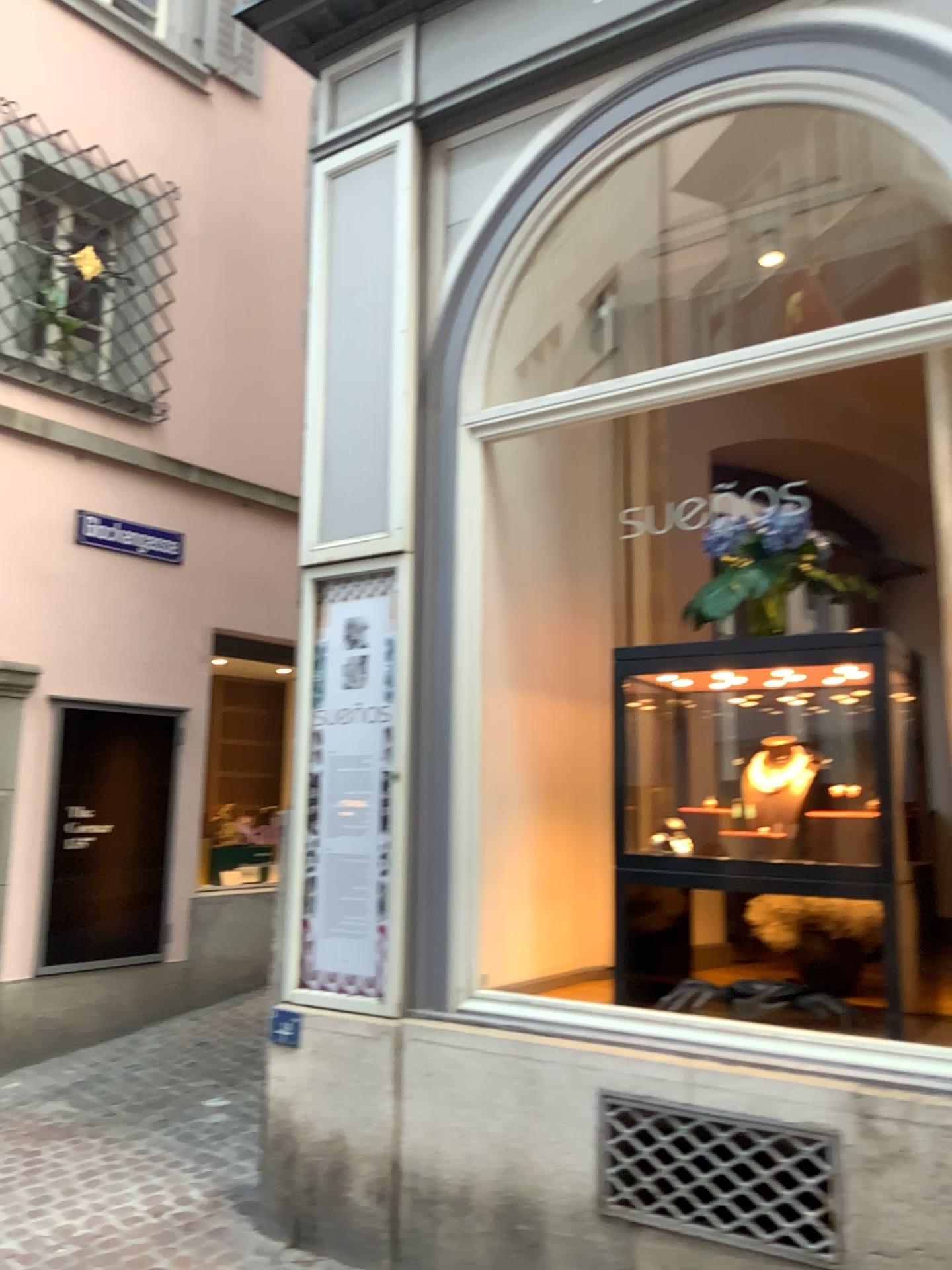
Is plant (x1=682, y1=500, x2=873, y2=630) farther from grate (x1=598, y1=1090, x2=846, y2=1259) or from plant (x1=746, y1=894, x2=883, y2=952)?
grate (x1=598, y1=1090, x2=846, y2=1259)

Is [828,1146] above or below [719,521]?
below

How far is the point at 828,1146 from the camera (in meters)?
2.70

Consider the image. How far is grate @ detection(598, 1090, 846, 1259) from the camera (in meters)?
2.70

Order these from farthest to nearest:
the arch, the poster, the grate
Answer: the poster, the arch, the grate

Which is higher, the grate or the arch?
the arch

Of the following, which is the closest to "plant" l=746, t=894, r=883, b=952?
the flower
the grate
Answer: the grate

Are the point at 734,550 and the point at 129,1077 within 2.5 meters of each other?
no

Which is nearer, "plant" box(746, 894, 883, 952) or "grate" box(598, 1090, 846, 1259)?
"grate" box(598, 1090, 846, 1259)

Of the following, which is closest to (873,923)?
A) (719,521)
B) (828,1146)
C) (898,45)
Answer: (828,1146)
